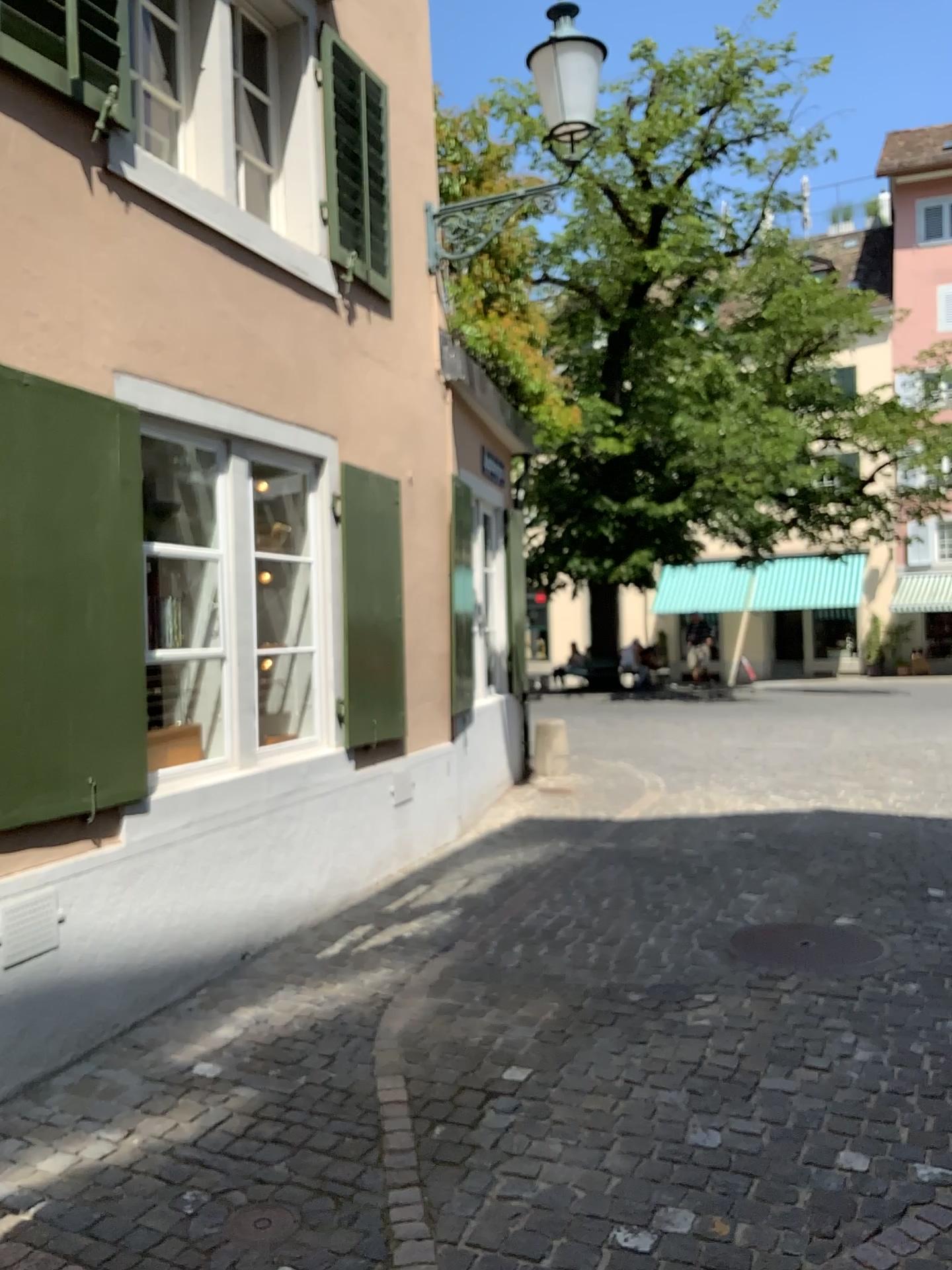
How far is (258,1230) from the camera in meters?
2.7

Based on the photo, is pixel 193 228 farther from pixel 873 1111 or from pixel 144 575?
pixel 873 1111

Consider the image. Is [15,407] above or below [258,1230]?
above

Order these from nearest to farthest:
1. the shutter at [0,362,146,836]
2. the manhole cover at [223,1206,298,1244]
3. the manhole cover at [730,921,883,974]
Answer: the manhole cover at [223,1206,298,1244]
the shutter at [0,362,146,836]
the manhole cover at [730,921,883,974]

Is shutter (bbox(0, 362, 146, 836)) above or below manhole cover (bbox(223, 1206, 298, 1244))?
above

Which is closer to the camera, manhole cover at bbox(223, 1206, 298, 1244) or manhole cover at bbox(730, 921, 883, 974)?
manhole cover at bbox(223, 1206, 298, 1244)

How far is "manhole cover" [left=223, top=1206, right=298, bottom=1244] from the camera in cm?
267

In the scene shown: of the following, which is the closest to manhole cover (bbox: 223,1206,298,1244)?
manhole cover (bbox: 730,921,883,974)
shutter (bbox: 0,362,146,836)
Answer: shutter (bbox: 0,362,146,836)

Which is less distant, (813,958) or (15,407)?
(15,407)

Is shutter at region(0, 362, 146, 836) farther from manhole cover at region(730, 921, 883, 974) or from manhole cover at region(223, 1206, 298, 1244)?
manhole cover at region(730, 921, 883, 974)
